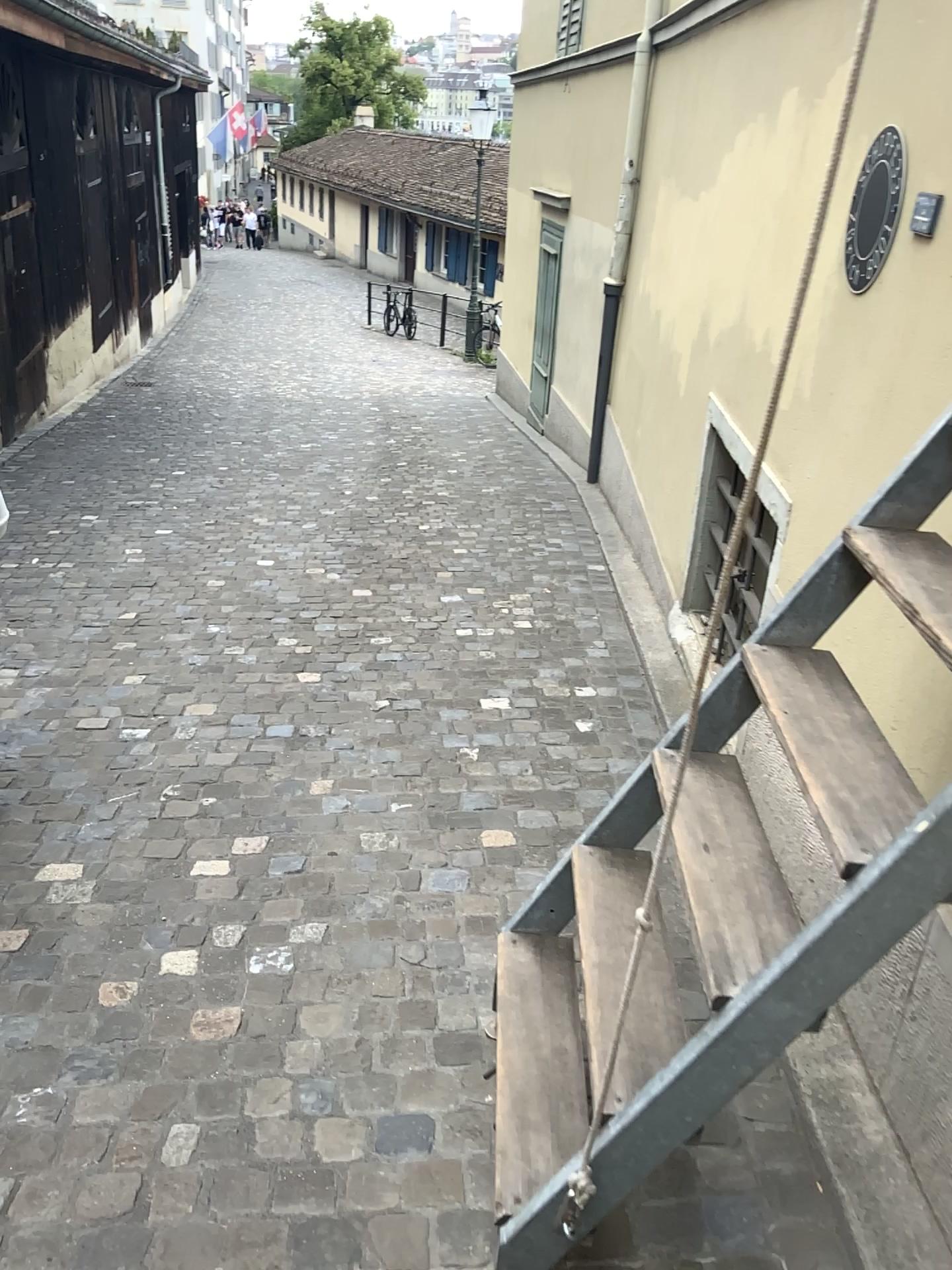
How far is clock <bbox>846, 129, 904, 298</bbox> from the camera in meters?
2.1

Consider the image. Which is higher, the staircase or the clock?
the clock

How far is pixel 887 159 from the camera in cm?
211

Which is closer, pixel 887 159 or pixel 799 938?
pixel 799 938

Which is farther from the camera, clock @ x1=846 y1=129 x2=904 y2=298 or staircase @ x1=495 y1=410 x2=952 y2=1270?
clock @ x1=846 y1=129 x2=904 y2=298

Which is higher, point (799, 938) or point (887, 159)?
point (887, 159)

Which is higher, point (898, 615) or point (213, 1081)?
point (898, 615)
